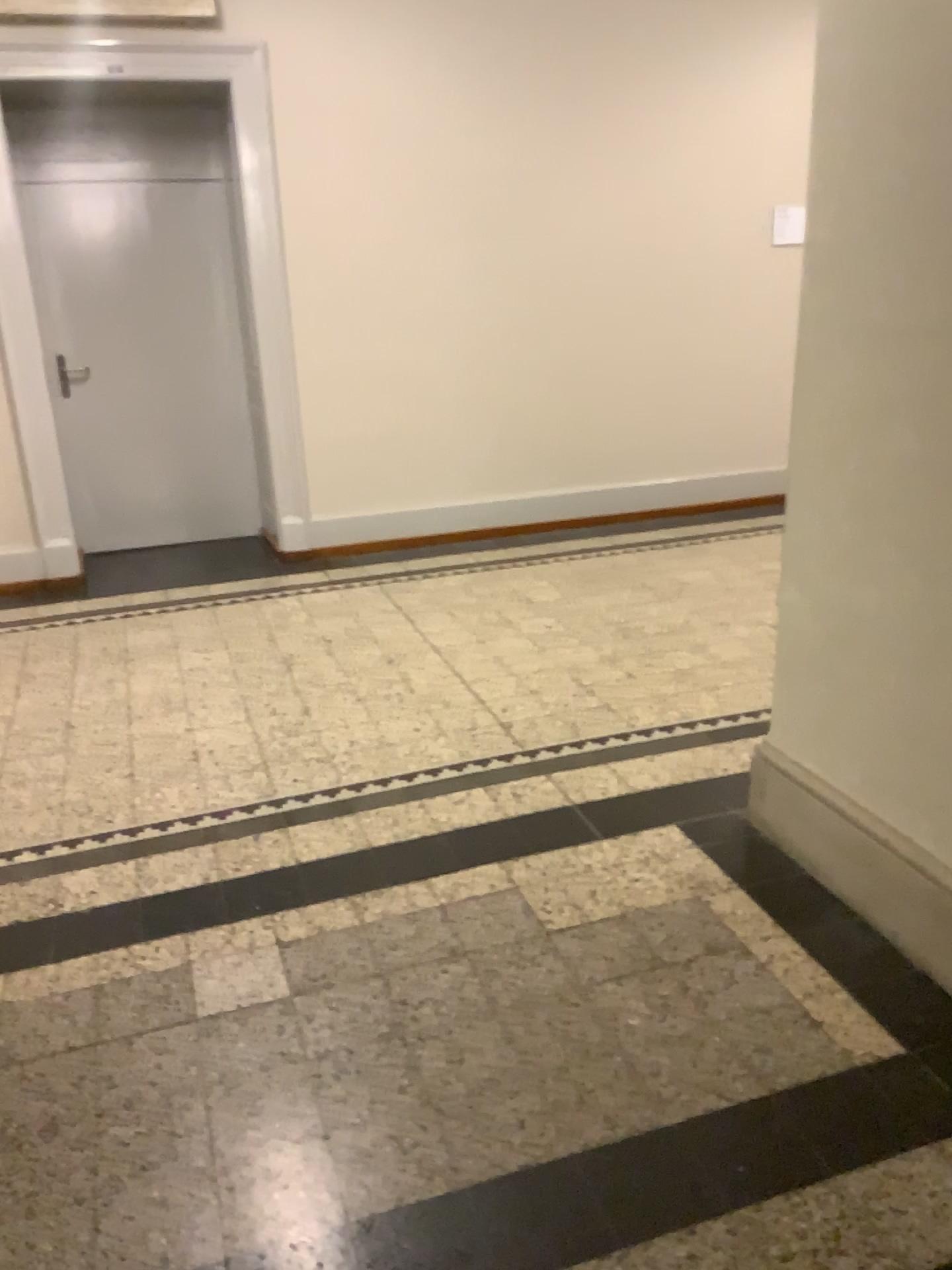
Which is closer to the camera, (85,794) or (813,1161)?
(813,1161)
